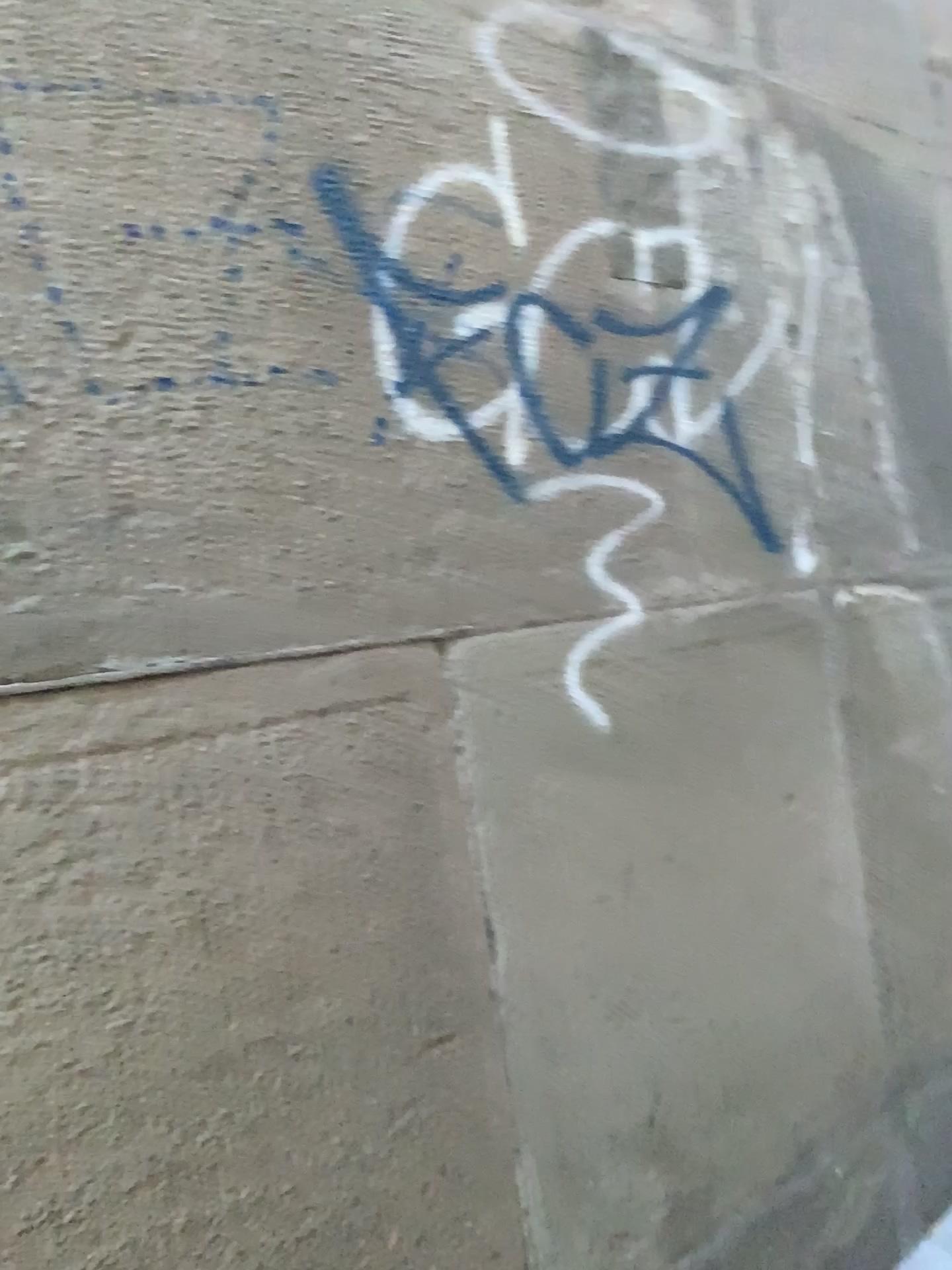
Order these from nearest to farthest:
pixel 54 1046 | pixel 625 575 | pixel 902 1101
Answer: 1. pixel 54 1046
2. pixel 625 575
3. pixel 902 1101
